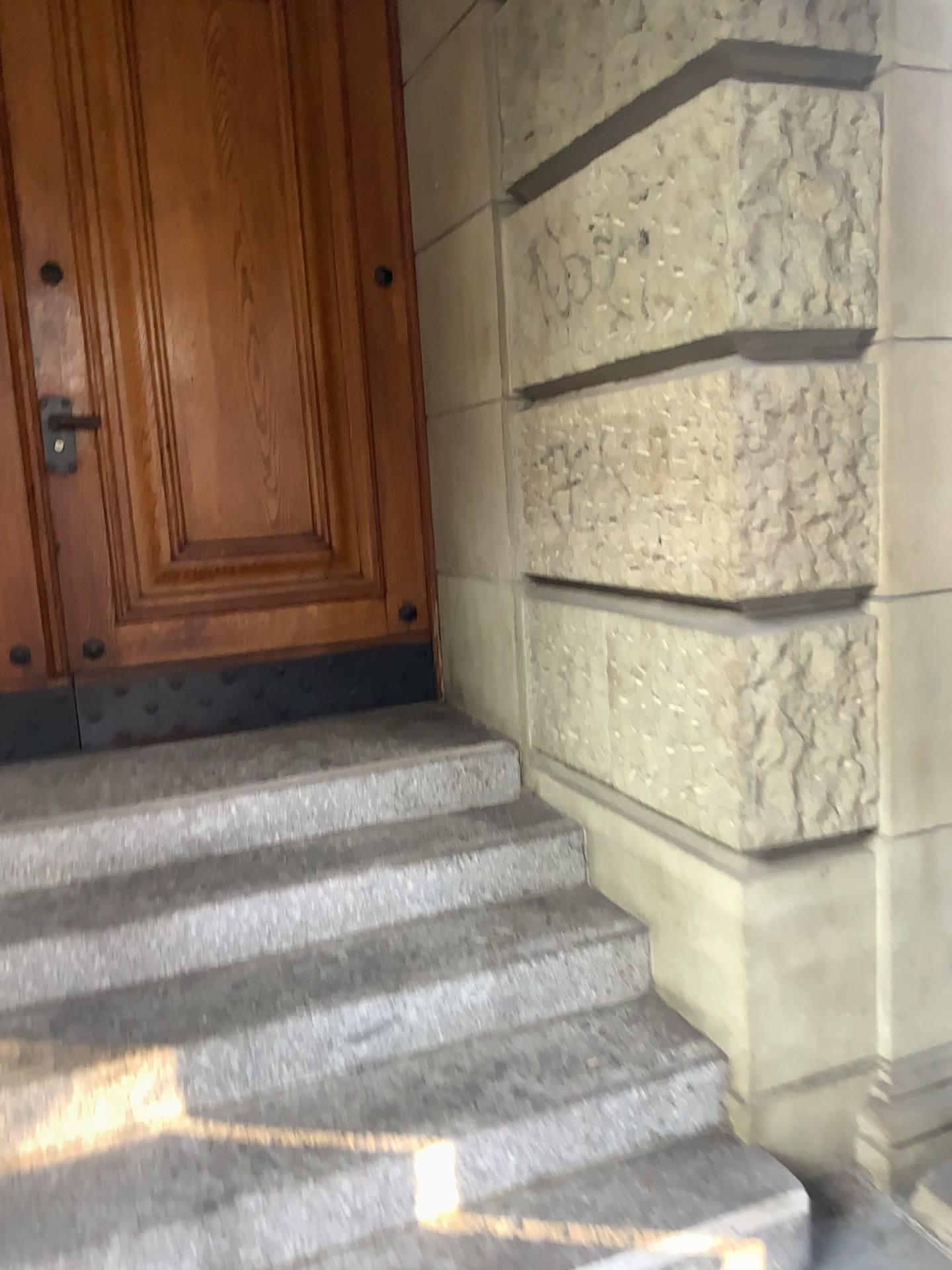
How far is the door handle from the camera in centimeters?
307cm

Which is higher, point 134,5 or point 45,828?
point 134,5

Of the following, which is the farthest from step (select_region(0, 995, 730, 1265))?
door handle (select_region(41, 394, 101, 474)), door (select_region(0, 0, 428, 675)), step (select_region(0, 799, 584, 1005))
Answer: door handle (select_region(41, 394, 101, 474))

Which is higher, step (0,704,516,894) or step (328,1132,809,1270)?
step (0,704,516,894)

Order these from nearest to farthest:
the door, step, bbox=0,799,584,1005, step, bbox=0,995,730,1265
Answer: step, bbox=0,995,730,1265 < step, bbox=0,799,584,1005 < the door

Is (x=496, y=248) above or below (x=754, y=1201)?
above

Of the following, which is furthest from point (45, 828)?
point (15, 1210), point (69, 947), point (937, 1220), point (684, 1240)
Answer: point (937, 1220)

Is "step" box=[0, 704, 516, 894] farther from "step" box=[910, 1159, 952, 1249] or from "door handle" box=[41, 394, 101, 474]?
"step" box=[910, 1159, 952, 1249]

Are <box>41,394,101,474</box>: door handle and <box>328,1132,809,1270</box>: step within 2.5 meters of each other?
yes

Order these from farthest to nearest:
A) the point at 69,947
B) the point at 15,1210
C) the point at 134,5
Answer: the point at 134,5 < the point at 69,947 < the point at 15,1210
